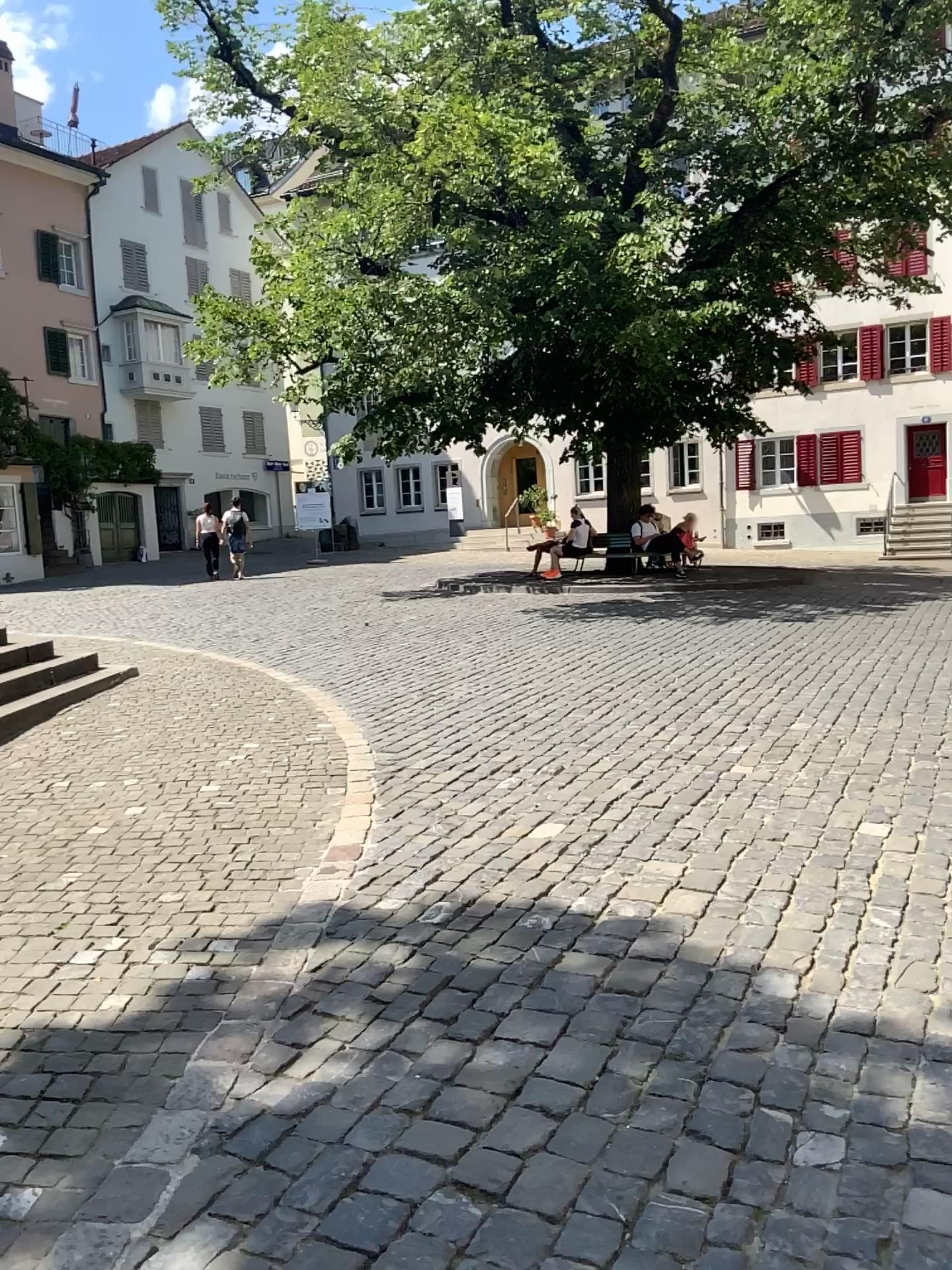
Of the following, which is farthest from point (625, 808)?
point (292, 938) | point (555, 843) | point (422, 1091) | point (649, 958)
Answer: point (422, 1091)
